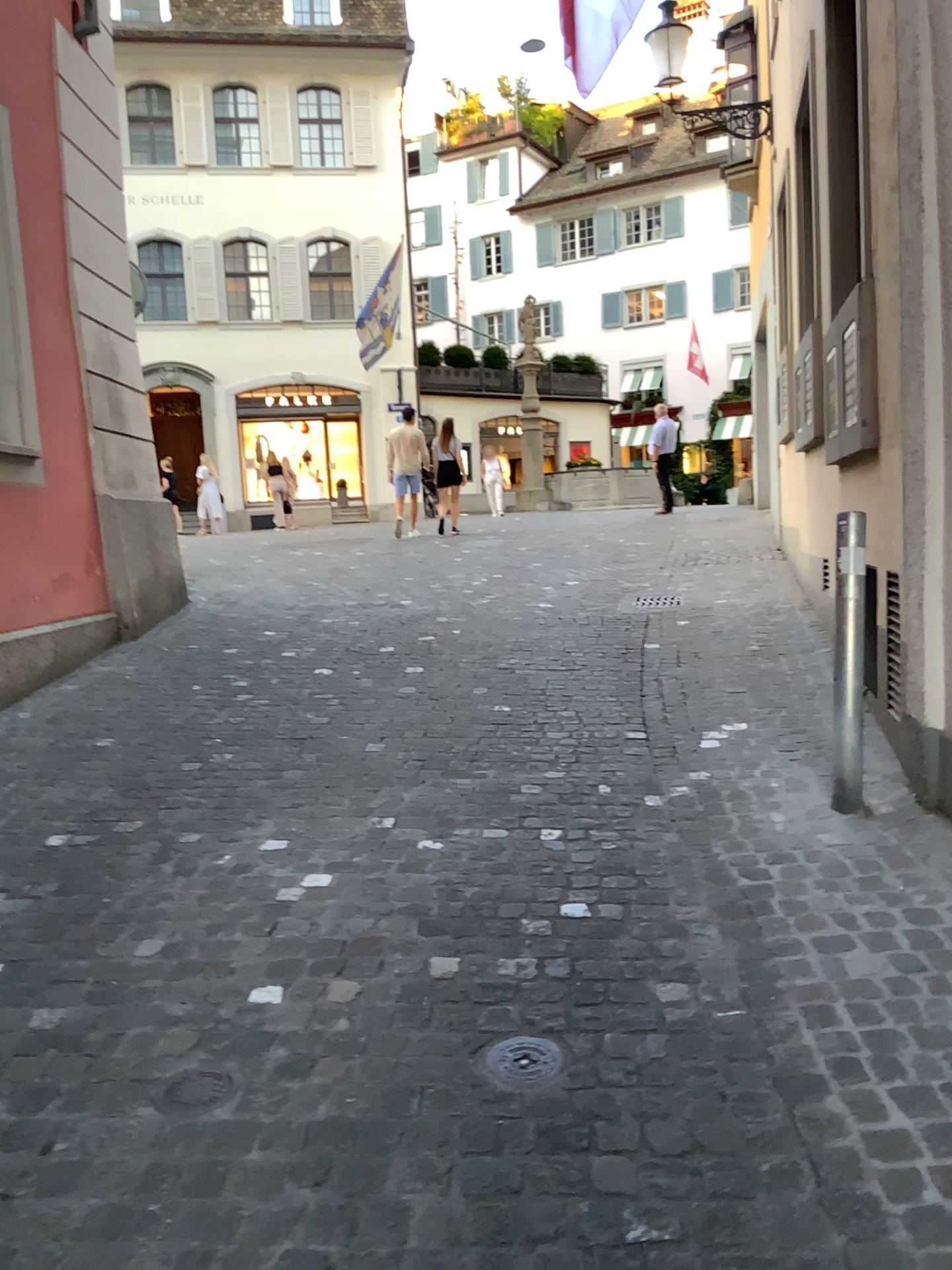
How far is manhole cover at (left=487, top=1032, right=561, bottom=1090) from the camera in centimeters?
236cm

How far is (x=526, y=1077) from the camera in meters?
2.4 m

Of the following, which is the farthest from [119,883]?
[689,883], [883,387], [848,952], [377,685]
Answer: [883,387]
